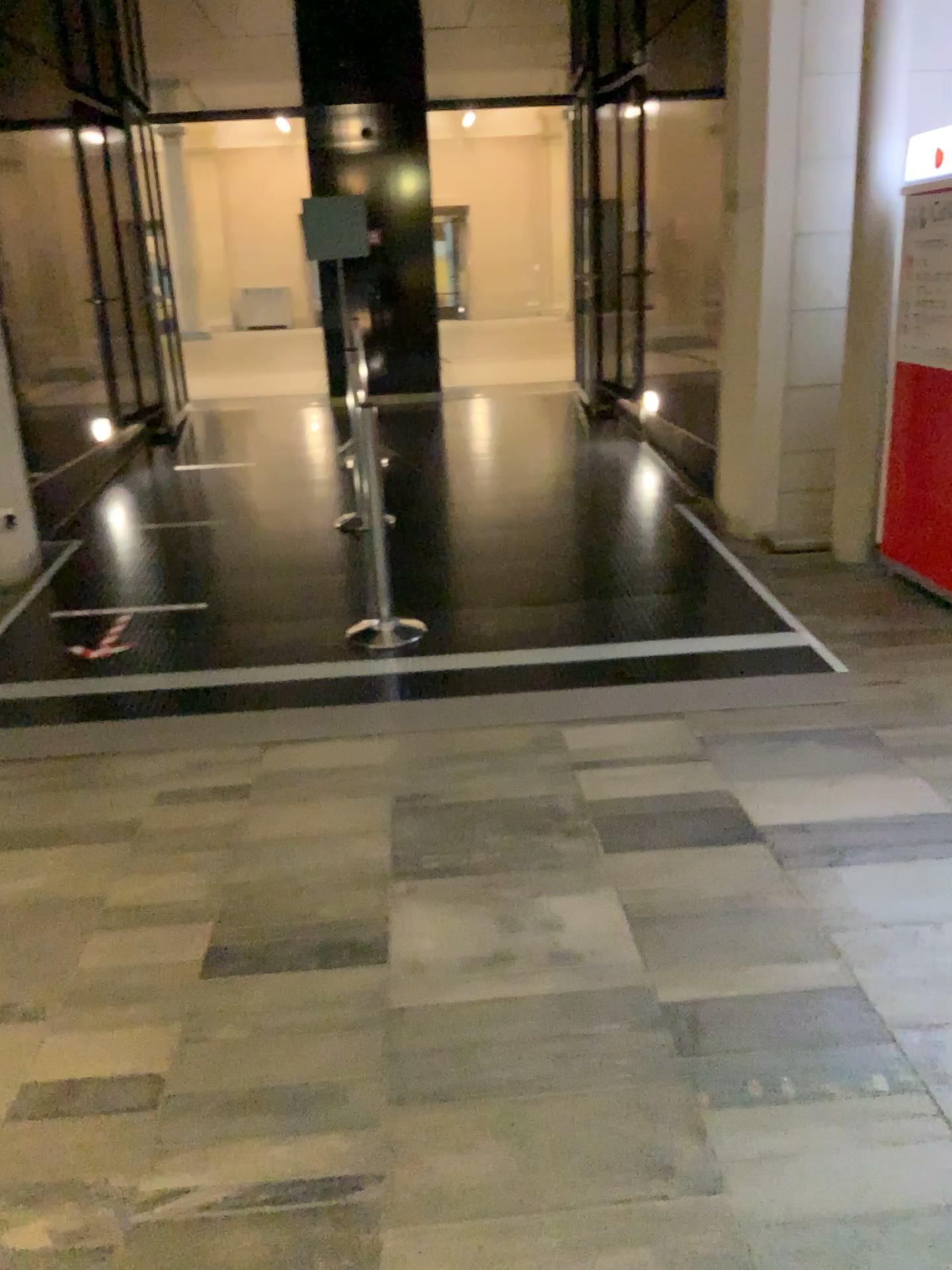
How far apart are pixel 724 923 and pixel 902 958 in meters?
0.4
